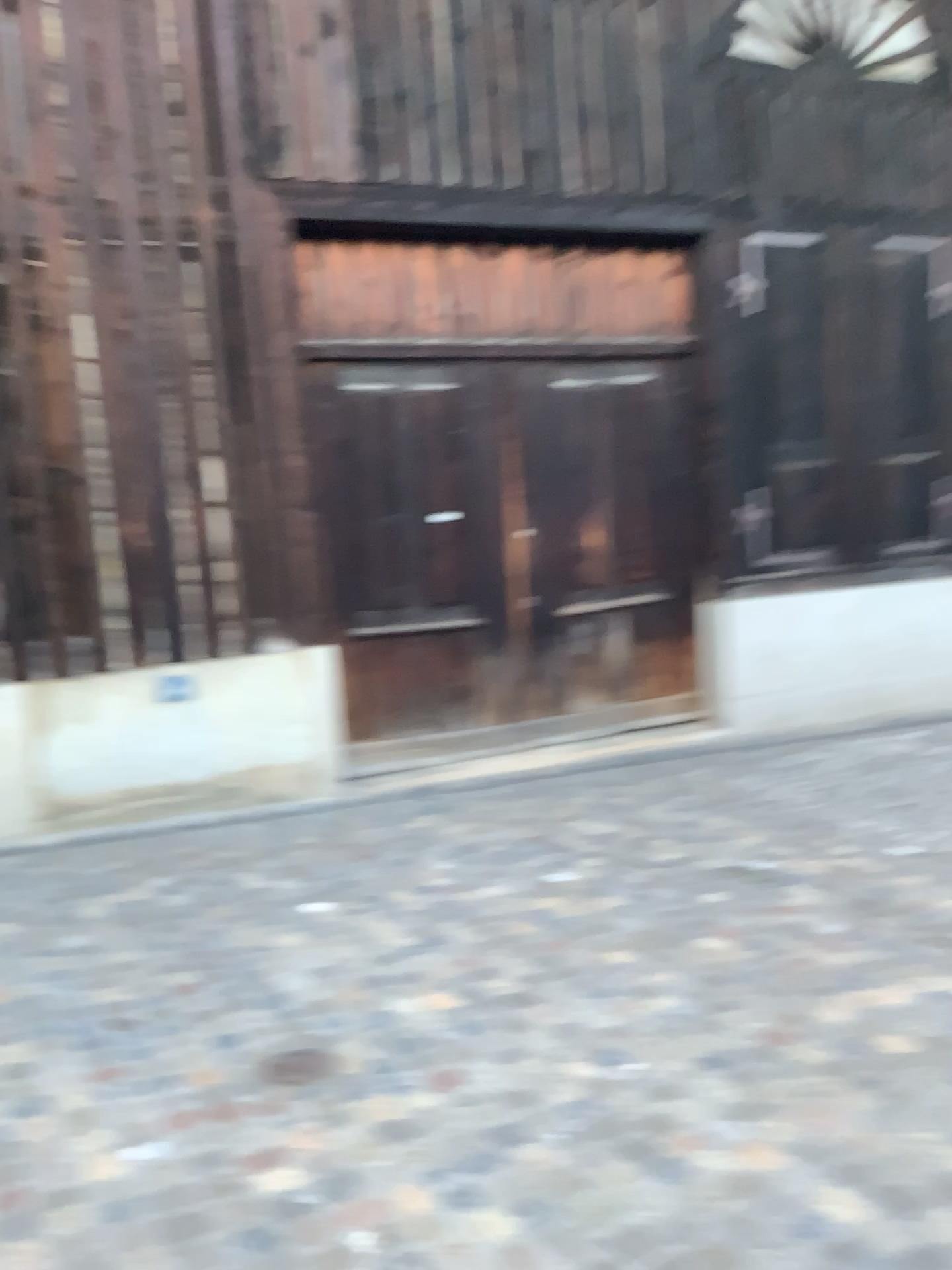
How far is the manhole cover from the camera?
2.7m

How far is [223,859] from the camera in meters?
4.5

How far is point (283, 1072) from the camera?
2.7m
